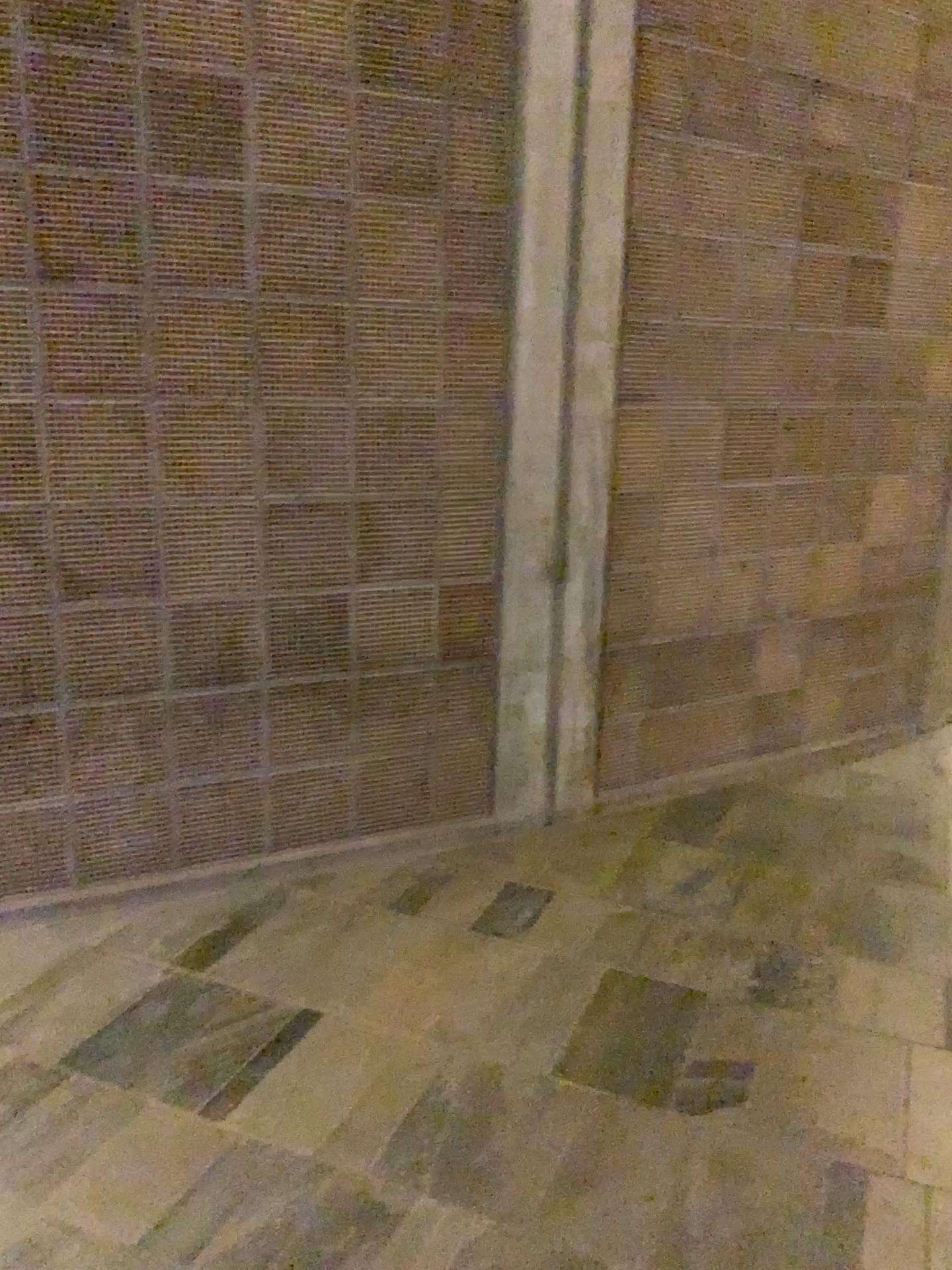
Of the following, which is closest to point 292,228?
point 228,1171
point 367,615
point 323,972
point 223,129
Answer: point 223,129
